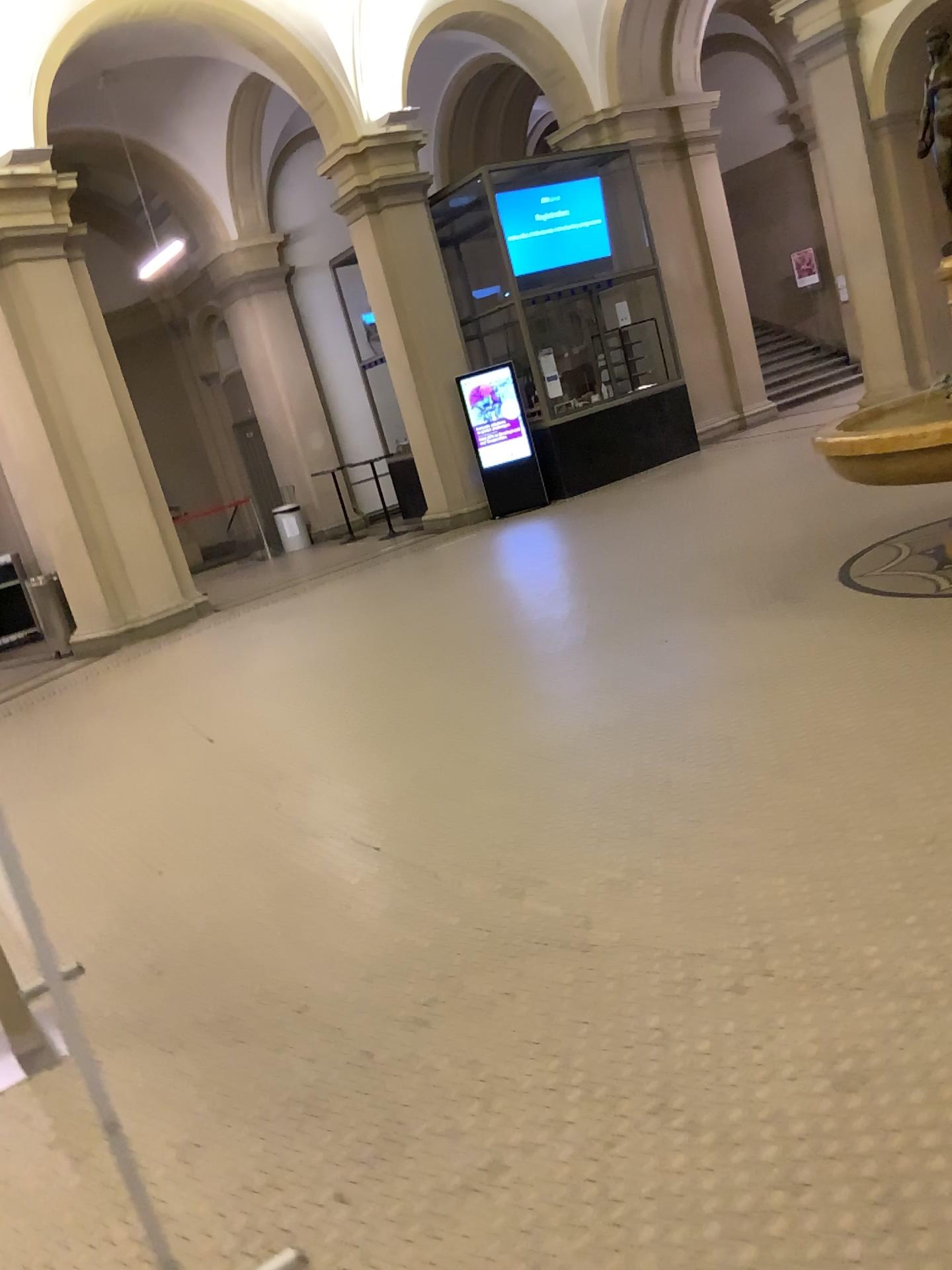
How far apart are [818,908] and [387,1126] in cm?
118
